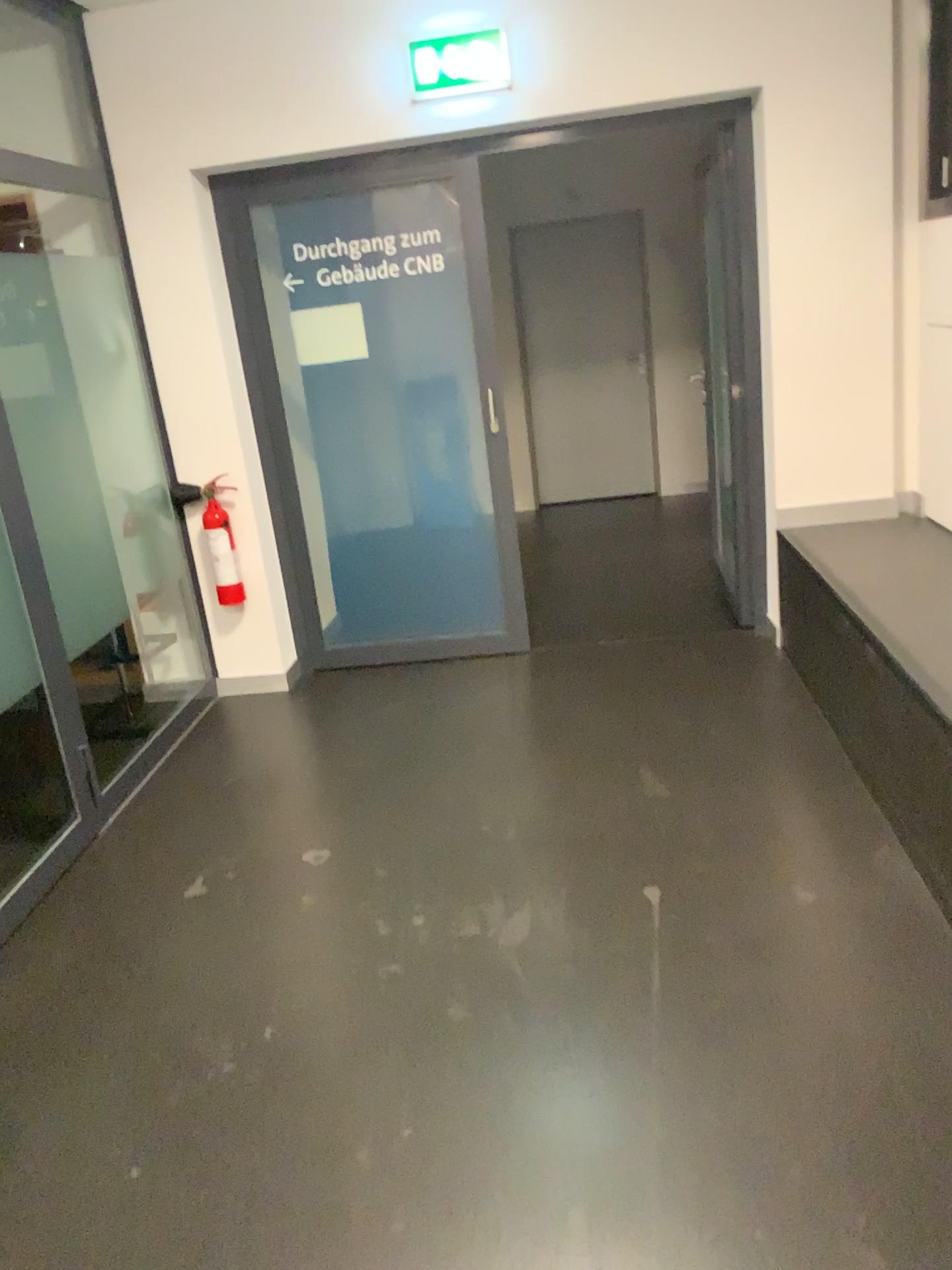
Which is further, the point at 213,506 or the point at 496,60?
the point at 213,506

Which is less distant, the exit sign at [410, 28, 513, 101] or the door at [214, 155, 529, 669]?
the exit sign at [410, 28, 513, 101]

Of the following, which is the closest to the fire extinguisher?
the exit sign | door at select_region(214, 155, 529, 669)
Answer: door at select_region(214, 155, 529, 669)

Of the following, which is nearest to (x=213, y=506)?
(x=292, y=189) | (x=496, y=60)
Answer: (x=292, y=189)

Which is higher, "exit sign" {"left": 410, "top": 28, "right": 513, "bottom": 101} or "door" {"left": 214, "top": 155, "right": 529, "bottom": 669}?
"exit sign" {"left": 410, "top": 28, "right": 513, "bottom": 101}

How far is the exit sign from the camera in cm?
375

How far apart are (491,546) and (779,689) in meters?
1.3 m

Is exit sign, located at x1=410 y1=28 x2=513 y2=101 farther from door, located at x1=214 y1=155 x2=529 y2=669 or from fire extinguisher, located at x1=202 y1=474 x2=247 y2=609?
fire extinguisher, located at x1=202 y1=474 x2=247 y2=609

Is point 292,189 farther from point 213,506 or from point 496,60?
point 213,506
